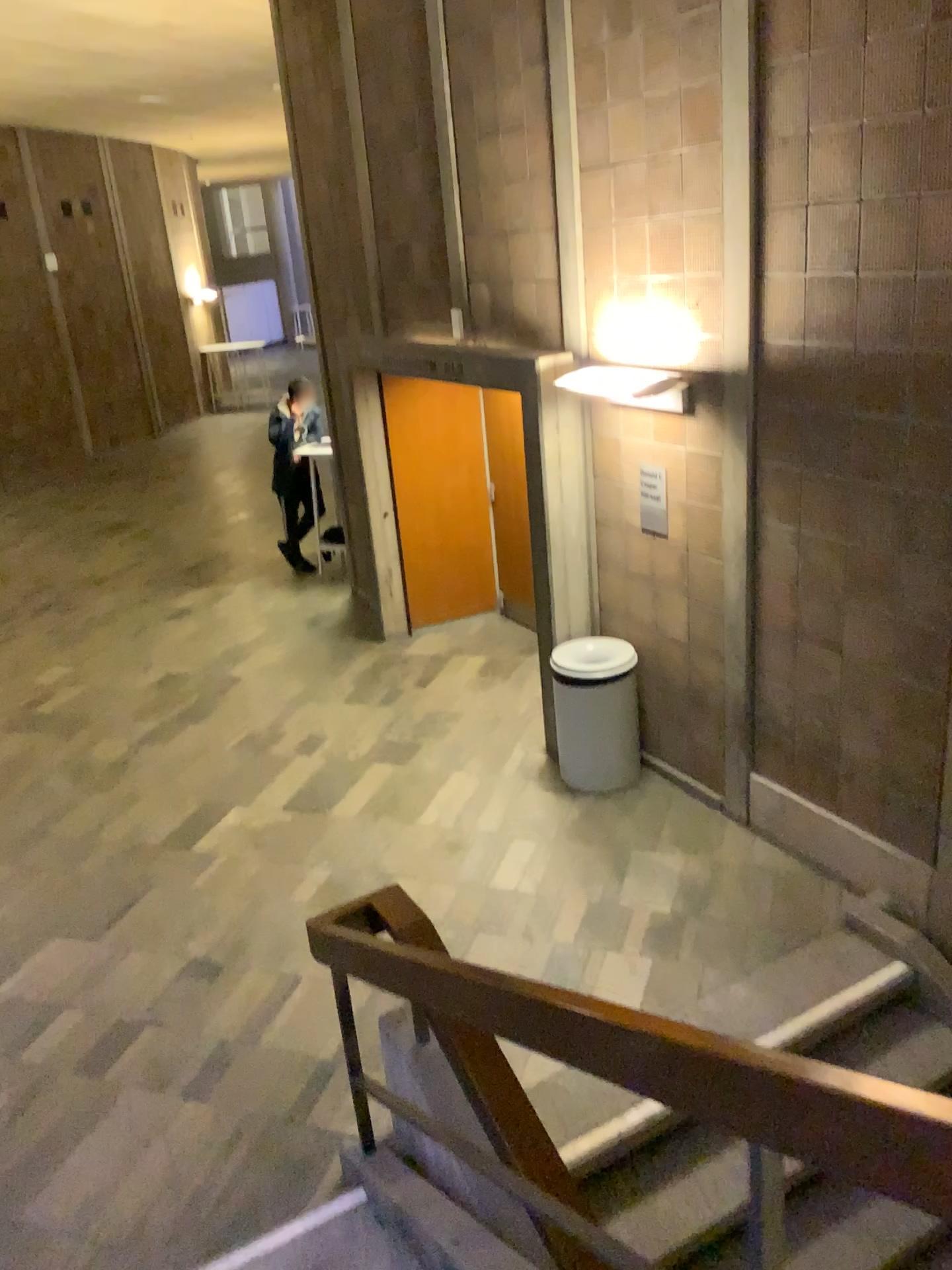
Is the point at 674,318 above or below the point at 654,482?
above

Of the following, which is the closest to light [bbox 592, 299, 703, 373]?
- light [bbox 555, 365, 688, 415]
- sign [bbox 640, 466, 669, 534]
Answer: light [bbox 555, 365, 688, 415]

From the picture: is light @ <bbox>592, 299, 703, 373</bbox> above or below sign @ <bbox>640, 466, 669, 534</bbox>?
above

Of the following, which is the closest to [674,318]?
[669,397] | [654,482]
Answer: [669,397]

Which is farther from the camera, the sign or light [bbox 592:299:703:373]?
the sign

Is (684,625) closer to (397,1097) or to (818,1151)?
(397,1097)

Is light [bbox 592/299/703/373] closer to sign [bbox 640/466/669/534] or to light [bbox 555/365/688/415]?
light [bbox 555/365/688/415]

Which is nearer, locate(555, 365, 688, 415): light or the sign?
locate(555, 365, 688, 415): light

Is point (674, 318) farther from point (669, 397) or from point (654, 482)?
point (654, 482)
